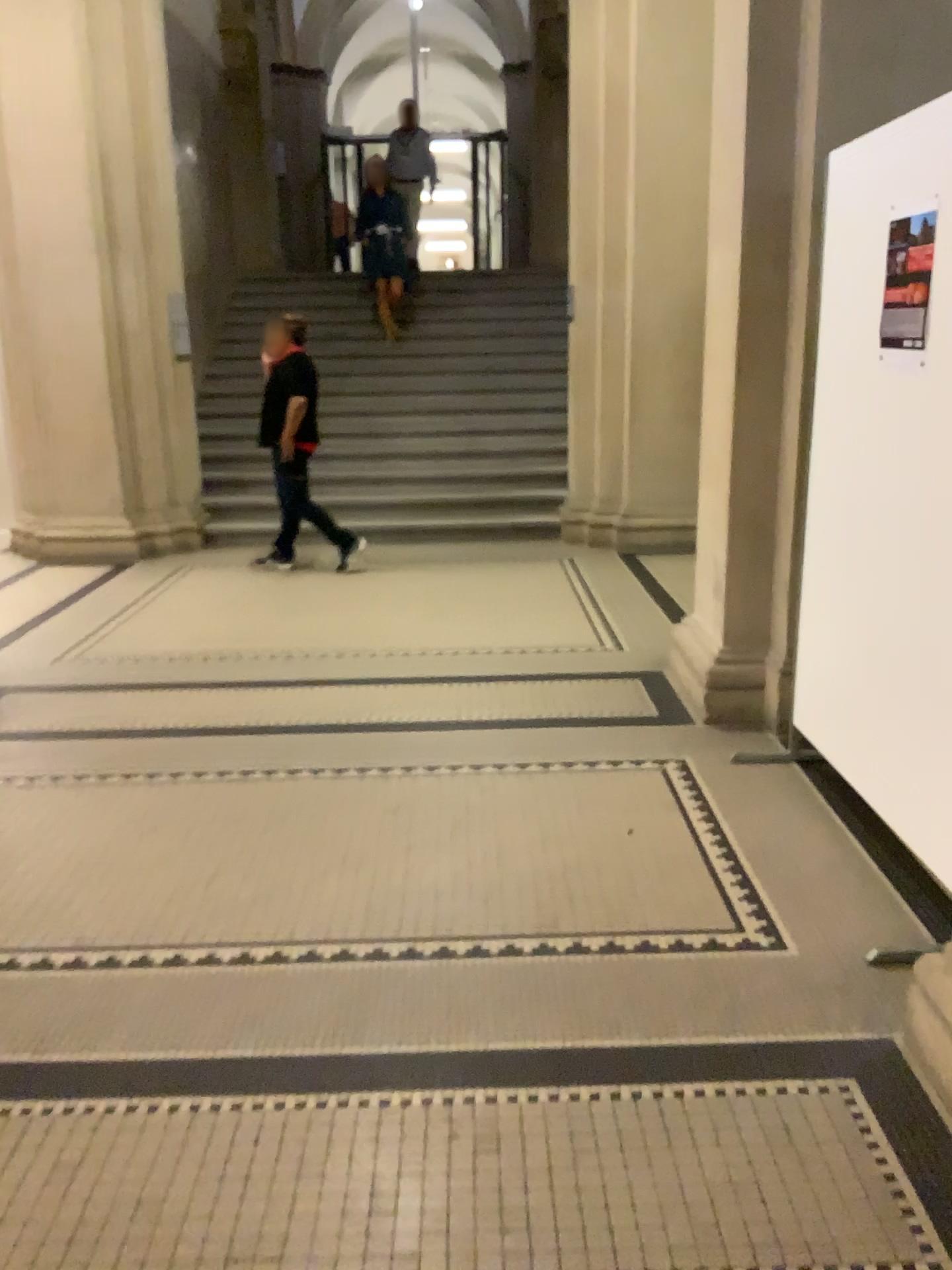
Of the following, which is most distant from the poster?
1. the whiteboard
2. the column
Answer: the column

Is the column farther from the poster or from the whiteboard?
the poster

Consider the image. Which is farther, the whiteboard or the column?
the column

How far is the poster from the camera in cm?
256

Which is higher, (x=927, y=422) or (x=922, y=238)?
(x=922, y=238)

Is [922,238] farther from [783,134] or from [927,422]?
[783,134]

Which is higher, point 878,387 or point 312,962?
point 878,387

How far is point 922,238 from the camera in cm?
256
